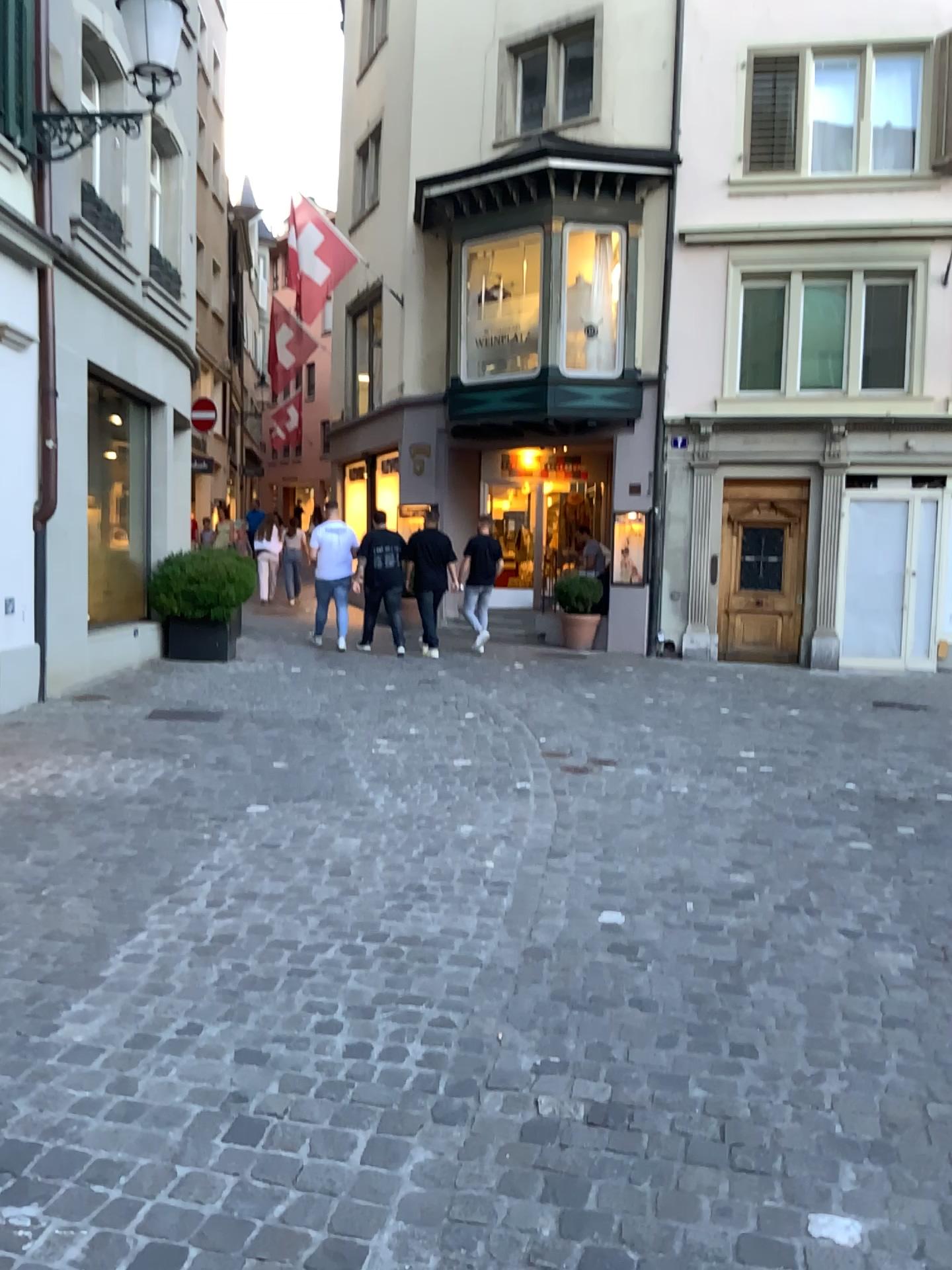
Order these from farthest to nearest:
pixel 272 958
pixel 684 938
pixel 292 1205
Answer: pixel 684 938, pixel 272 958, pixel 292 1205
